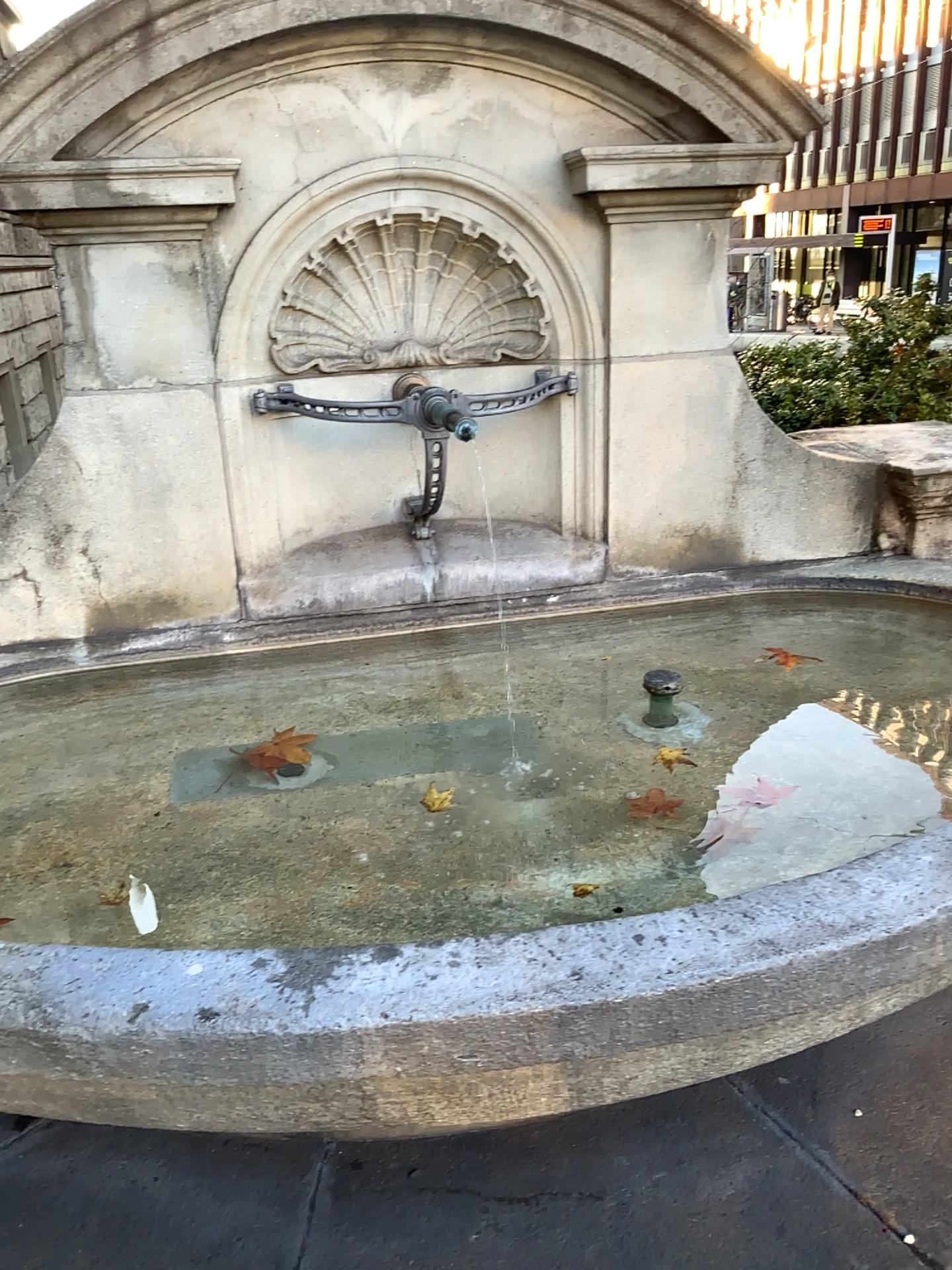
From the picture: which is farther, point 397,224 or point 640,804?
point 397,224

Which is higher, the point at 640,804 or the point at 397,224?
the point at 397,224

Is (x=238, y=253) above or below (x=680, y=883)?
above

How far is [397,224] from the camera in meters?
2.4

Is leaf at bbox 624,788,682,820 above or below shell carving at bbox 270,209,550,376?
below

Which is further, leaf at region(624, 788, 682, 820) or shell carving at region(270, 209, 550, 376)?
shell carving at region(270, 209, 550, 376)

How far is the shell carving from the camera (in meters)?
2.41
